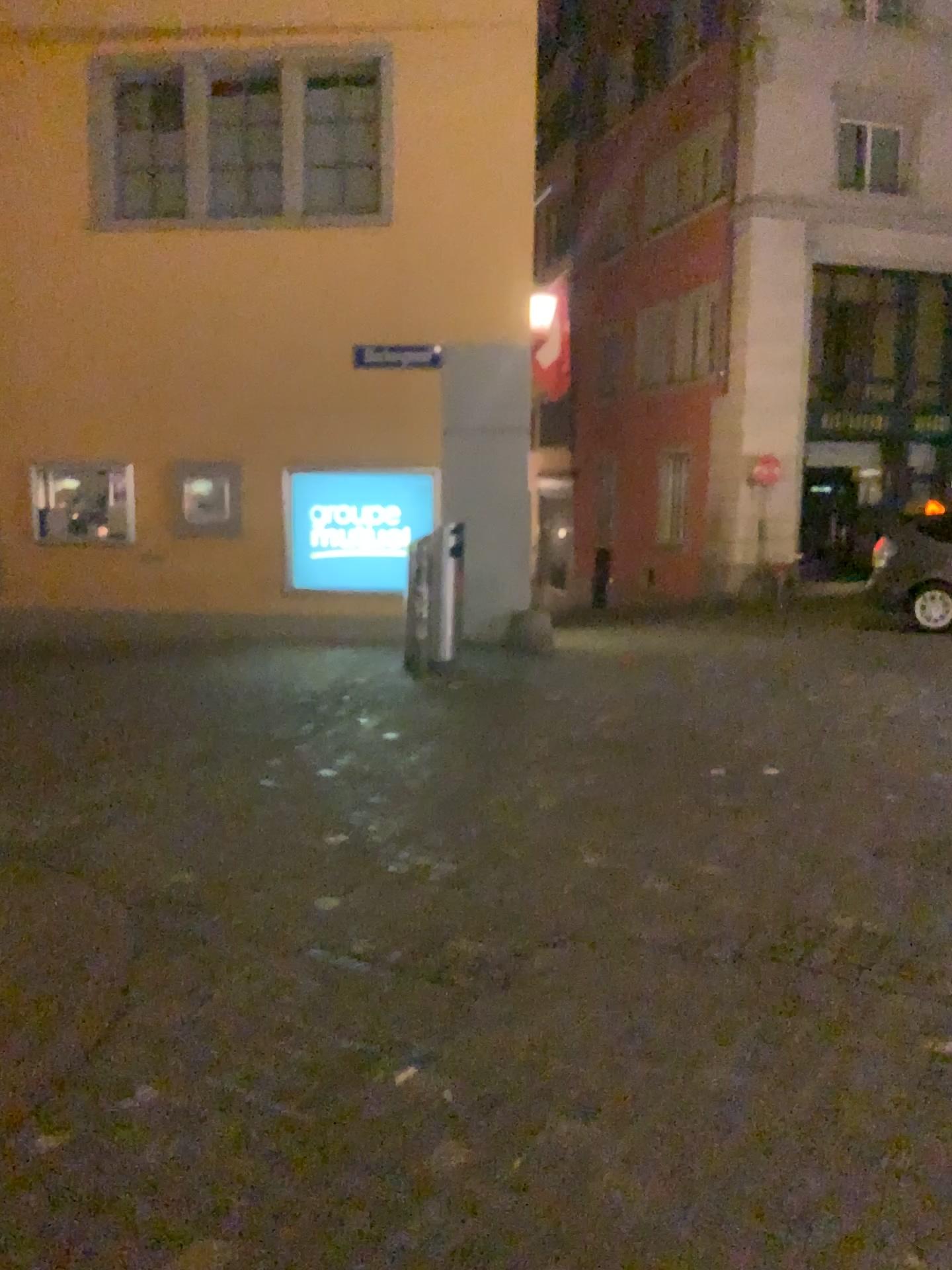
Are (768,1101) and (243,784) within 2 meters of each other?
no
